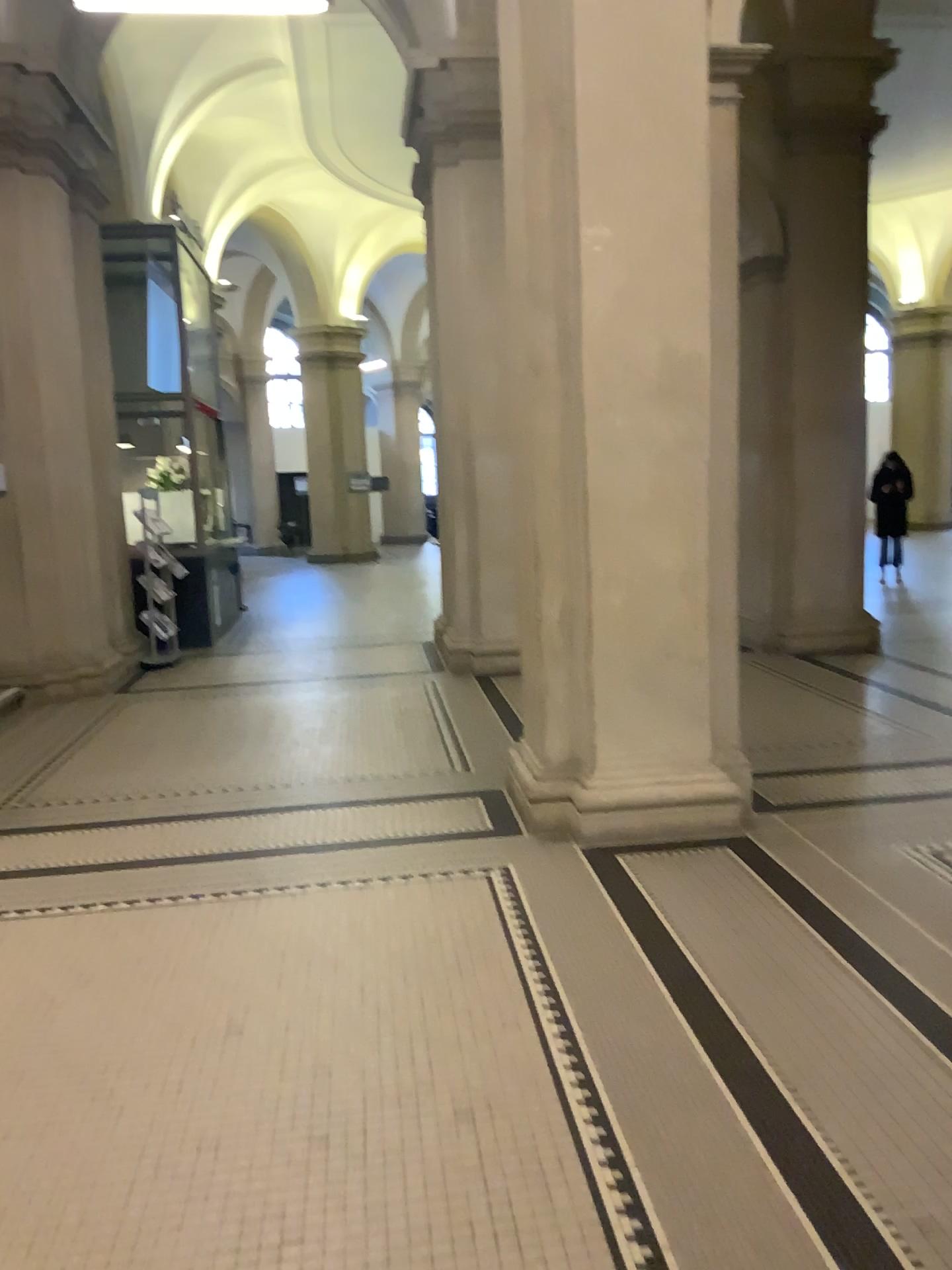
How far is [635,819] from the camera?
4.4 meters

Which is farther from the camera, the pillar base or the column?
the pillar base

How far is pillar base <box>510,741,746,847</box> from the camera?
4.4 meters

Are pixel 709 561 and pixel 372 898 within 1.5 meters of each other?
no

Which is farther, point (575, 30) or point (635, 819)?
point (635, 819)

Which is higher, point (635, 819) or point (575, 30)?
point (575, 30)
